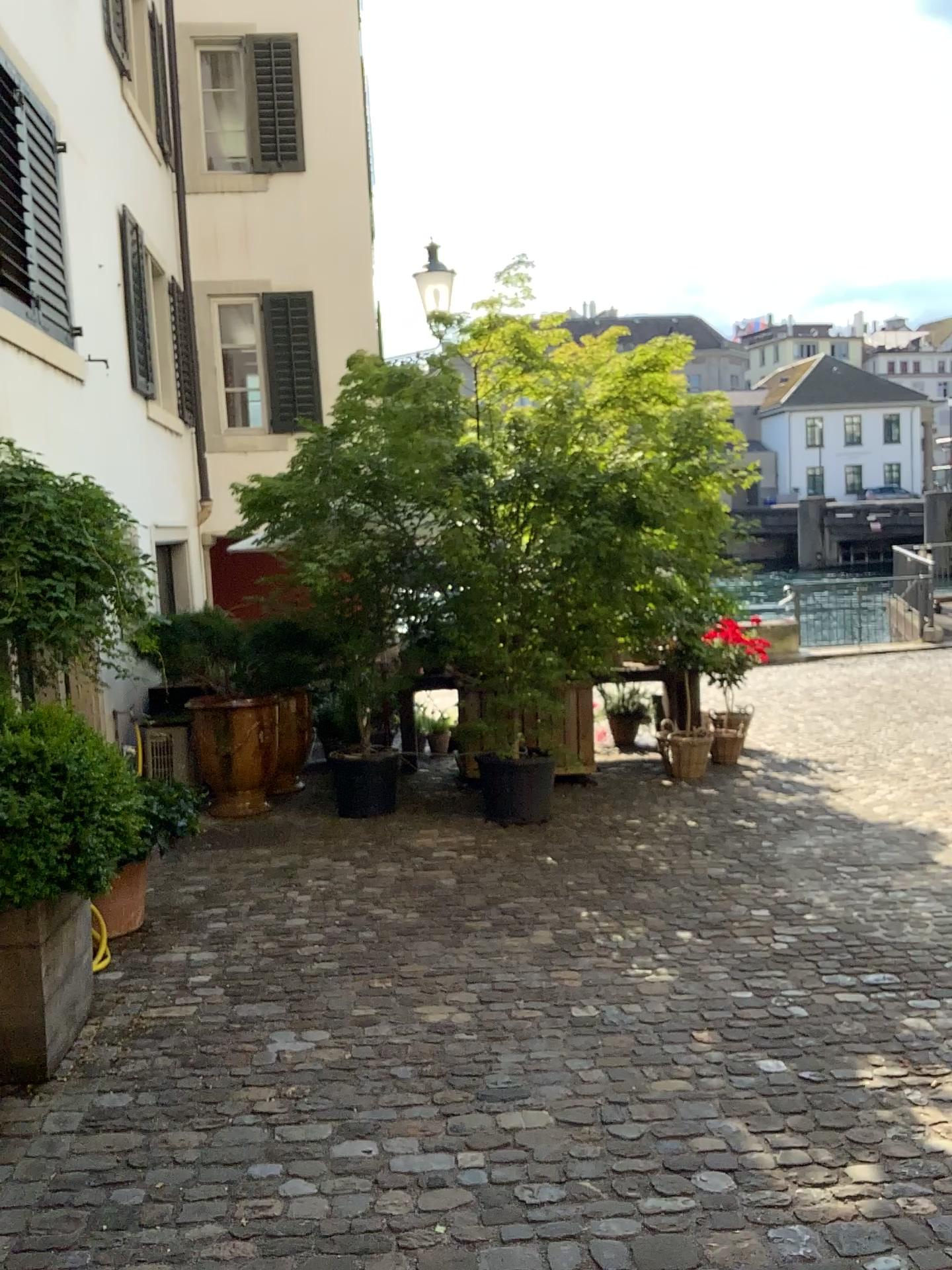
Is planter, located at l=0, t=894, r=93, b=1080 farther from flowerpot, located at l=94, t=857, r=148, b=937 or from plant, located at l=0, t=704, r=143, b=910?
flowerpot, located at l=94, t=857, r=148, b=937

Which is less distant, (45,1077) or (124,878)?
(45,1077)

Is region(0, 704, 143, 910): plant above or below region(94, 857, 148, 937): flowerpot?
above

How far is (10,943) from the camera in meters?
3.1 m

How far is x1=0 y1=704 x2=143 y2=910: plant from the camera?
3.1m

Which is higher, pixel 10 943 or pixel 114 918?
pixel 10 943

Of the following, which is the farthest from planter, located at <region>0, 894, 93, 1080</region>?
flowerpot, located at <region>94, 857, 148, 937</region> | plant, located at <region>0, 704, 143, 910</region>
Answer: flowerpot, located at <region>94, 857, 148, 937</region>

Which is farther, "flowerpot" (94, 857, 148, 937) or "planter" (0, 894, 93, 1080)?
"flowerpot" (94, 857, 148, 937)

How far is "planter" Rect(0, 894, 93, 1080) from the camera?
3.13m

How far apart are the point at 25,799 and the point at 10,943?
0.4m
